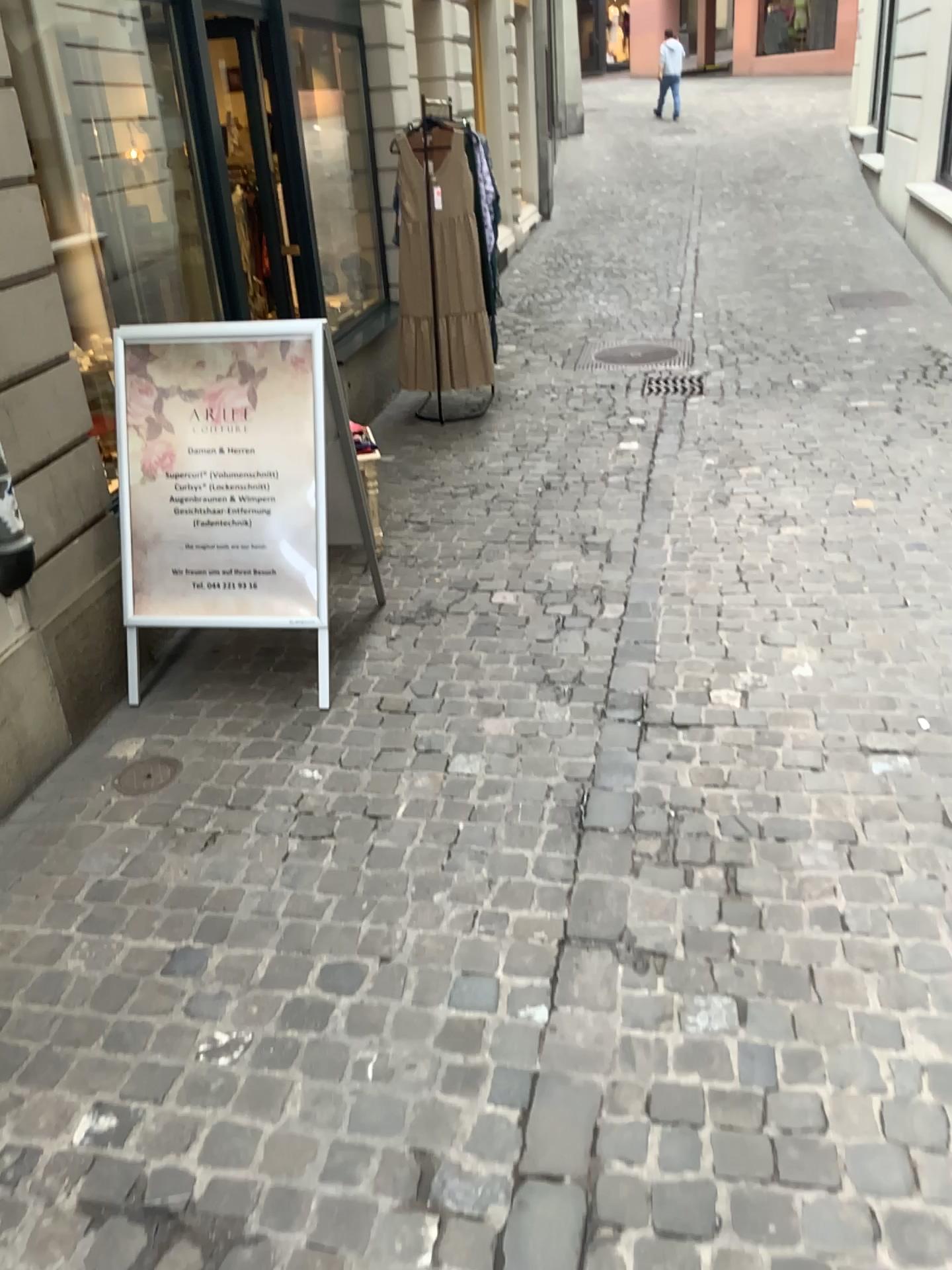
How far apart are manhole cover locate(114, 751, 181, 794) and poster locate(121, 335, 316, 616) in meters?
0.5

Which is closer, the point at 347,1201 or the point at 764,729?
the point at 347,1201

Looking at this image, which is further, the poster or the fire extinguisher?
the poster

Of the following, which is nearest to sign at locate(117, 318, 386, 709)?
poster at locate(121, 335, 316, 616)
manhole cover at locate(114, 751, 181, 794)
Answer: poster at locate(121, 335, 316, 616)

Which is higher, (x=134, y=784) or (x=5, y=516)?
(x=5, y=516)

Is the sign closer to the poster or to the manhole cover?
the poster

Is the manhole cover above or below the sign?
below

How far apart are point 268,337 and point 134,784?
1.4m

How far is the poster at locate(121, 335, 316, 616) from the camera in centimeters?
317cm

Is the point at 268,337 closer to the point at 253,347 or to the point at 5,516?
the point at 253,347
